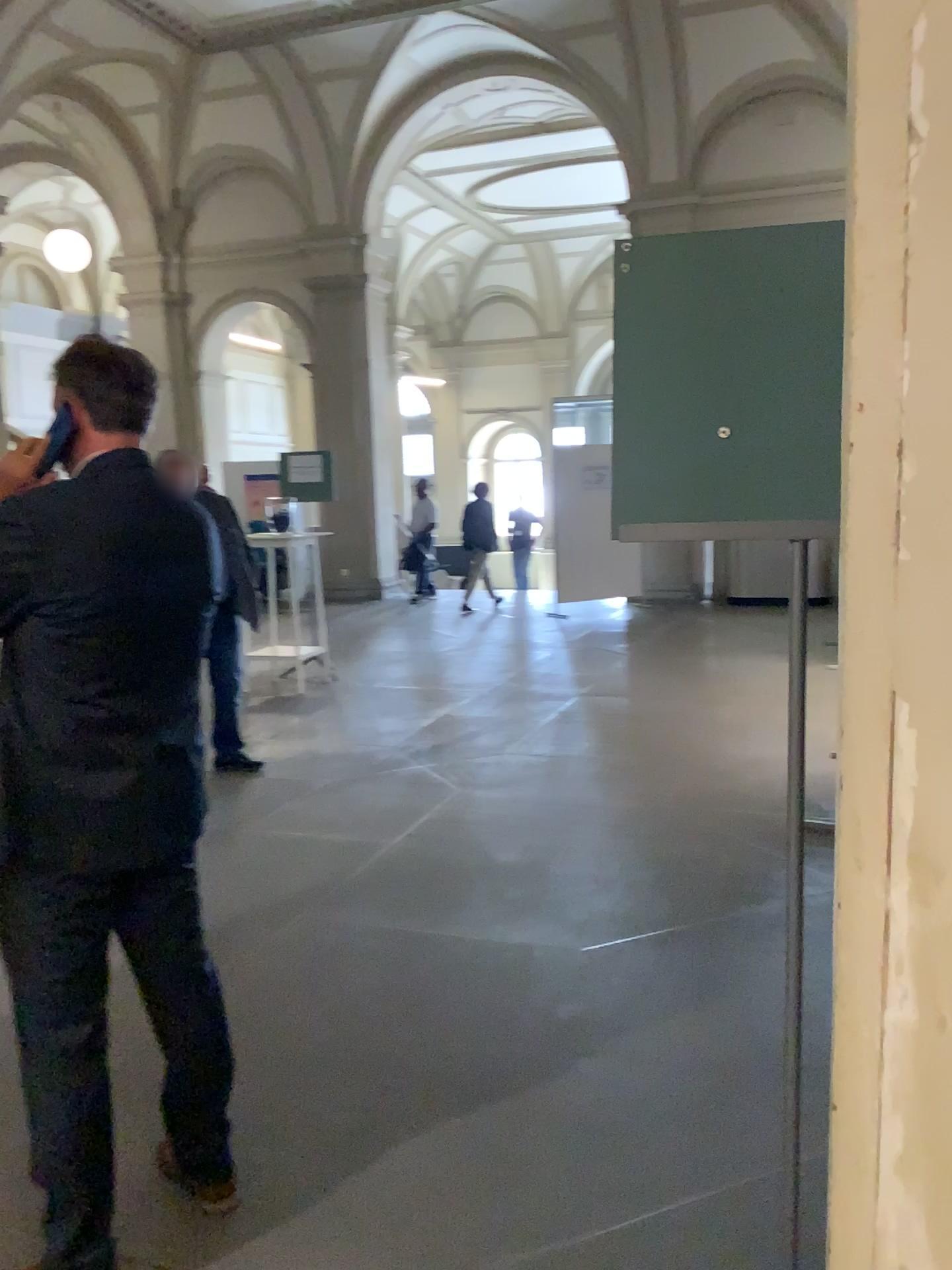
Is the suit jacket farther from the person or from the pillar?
the pillar

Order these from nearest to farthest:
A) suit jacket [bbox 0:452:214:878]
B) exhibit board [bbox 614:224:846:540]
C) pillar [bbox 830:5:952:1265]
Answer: pillar [bbox 830:5:952:1265]
exhibit board [bbox 614:224:846:540]
suit jacket [bbox 0:452:214:878]

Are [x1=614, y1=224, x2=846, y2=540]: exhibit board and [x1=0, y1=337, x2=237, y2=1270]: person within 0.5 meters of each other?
no

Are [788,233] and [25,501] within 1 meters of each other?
no

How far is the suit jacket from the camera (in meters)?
1.79

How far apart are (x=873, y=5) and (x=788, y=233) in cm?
75

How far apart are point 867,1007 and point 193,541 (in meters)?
1.52

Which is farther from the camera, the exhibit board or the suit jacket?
the suit jacket

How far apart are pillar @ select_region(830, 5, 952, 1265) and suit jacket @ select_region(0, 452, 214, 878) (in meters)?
1.42

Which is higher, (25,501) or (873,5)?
(873,5)
